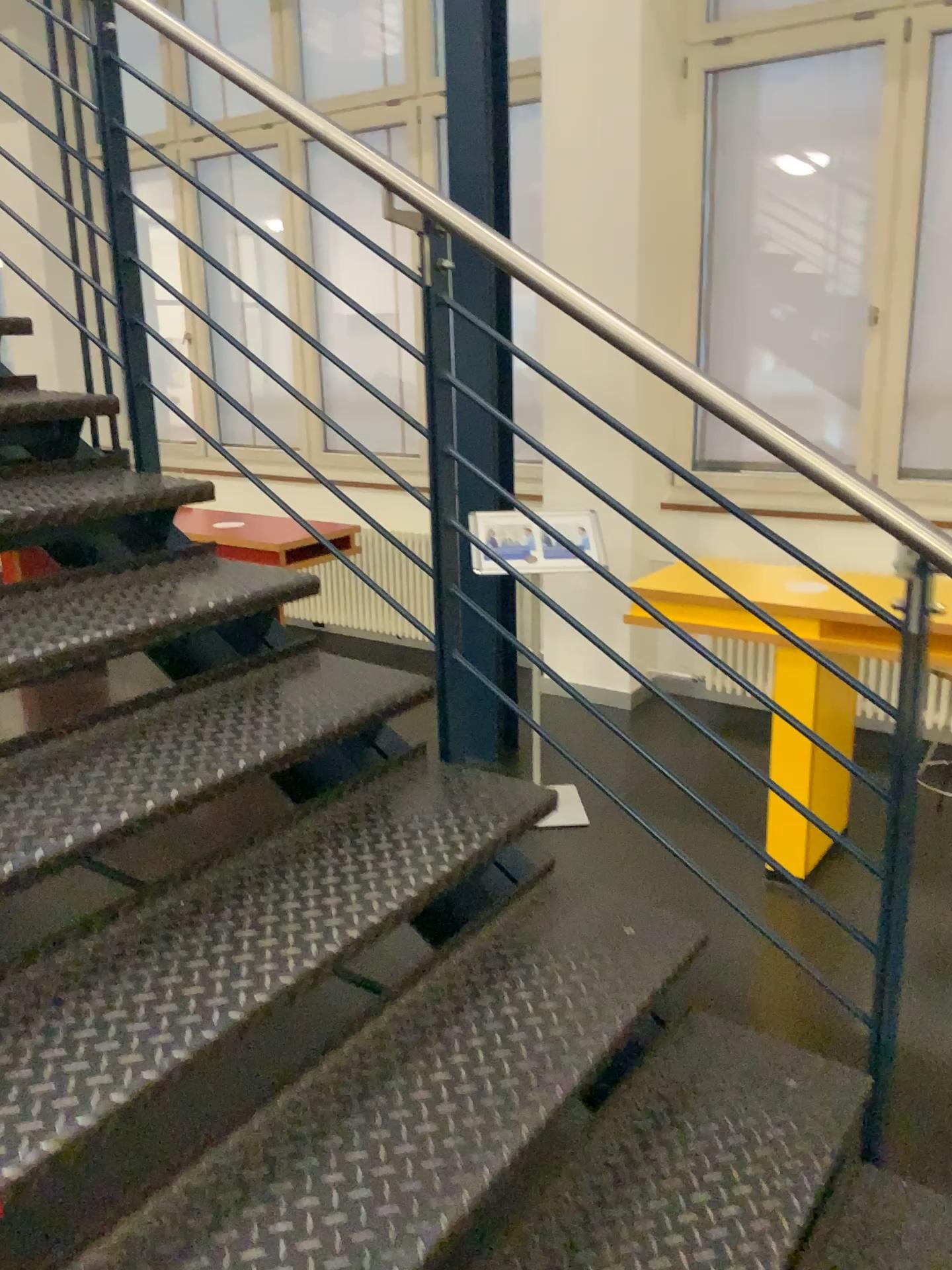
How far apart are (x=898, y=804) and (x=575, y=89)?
3.6m

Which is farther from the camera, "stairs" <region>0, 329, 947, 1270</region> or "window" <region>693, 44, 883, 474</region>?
"window" <region>693, 44, 883, 474</region>

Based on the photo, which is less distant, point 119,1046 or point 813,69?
point 119,1046

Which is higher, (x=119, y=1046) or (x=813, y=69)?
(x=813, y=69)
